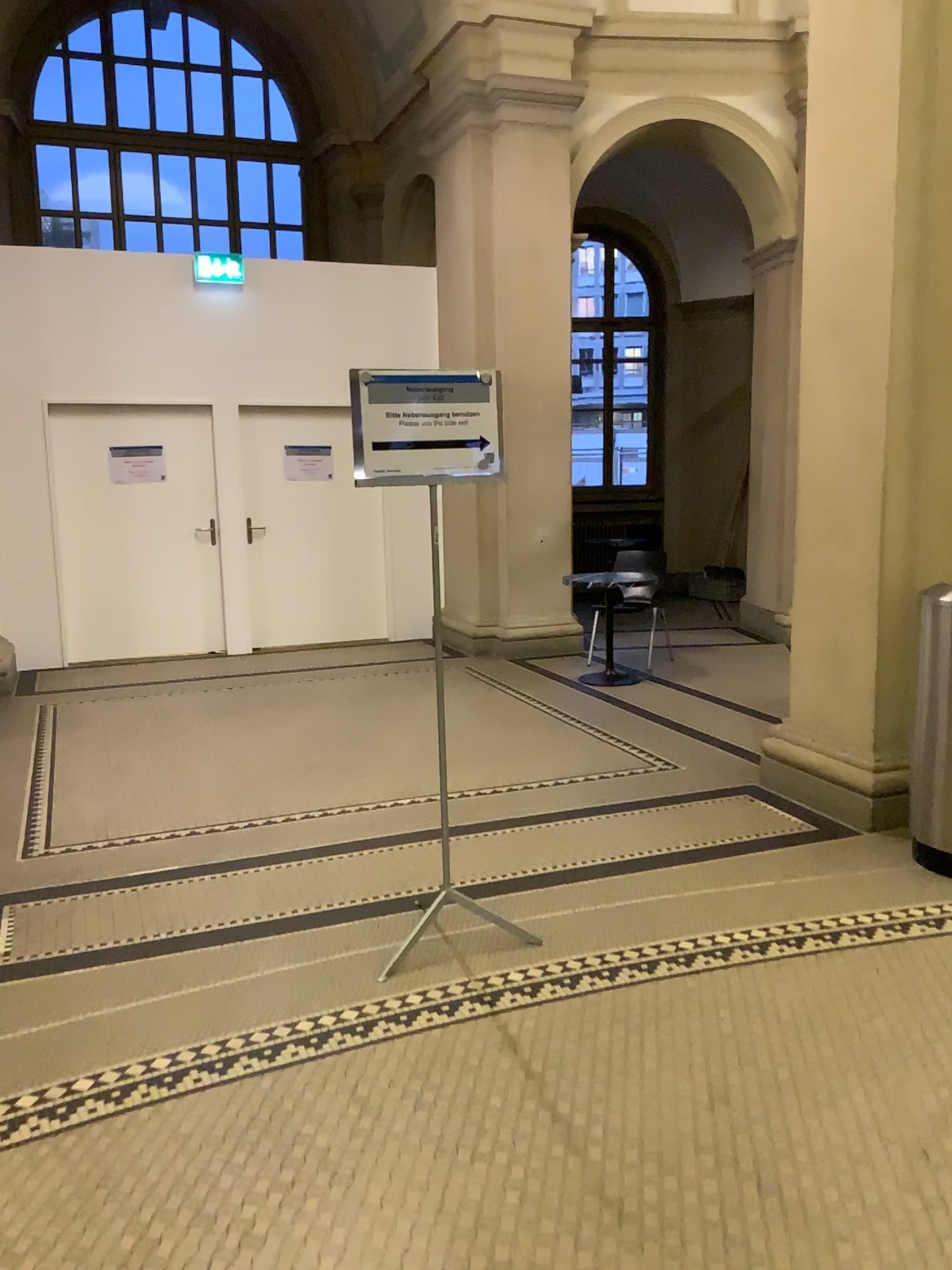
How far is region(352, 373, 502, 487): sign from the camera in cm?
302

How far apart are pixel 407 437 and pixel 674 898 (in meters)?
1.77

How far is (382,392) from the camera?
3.02m
